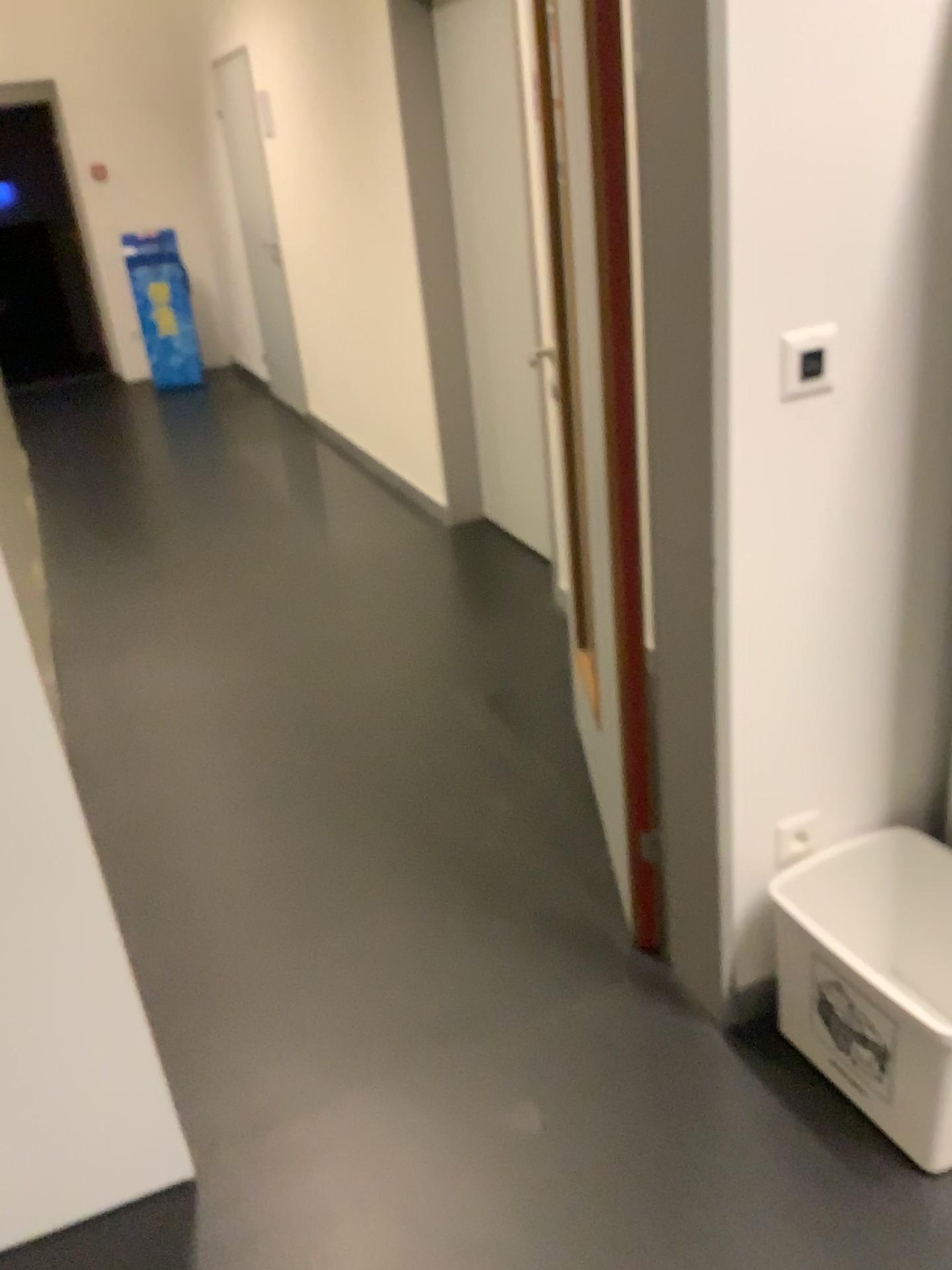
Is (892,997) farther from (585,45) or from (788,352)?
(585,45)

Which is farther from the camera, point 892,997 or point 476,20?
point 476,20

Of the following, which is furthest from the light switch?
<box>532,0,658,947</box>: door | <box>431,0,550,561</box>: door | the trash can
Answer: <box>431,0,550,561</box>: door

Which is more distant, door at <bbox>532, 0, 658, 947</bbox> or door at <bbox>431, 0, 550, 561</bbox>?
door at <bbox>431, 0, 550, 561</bbox>

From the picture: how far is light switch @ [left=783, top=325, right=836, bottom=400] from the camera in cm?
Result: 149

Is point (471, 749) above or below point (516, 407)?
below

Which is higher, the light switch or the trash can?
the light switch

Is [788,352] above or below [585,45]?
below

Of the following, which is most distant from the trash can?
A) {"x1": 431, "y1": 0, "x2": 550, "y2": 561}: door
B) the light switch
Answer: {"x1": 431, "y1": 0, "x2": 550, "y2": 561}: door

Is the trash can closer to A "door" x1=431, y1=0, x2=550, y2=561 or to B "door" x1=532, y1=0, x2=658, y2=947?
B "door" x1=532, y1=0, x2=658, y2=947
